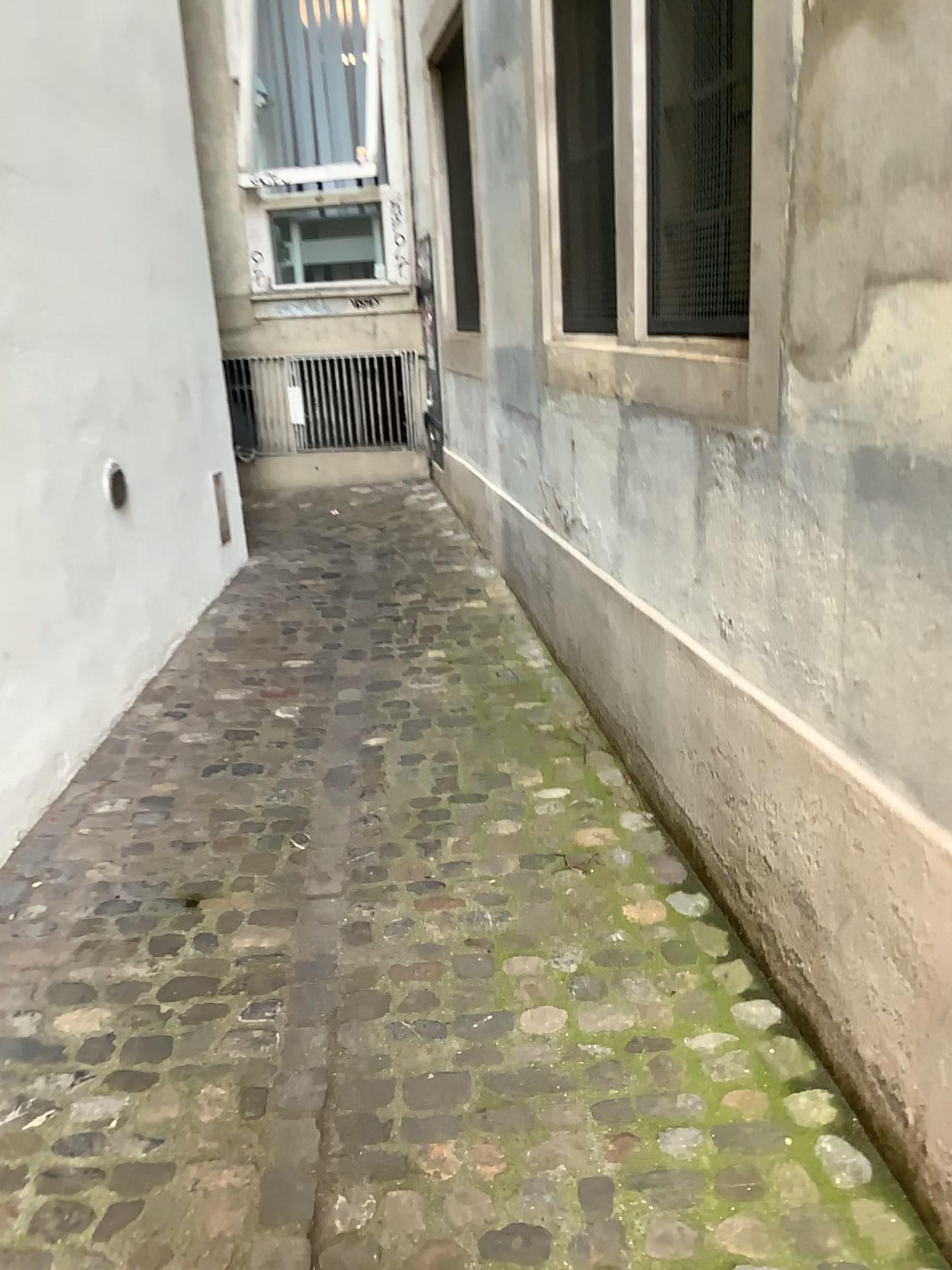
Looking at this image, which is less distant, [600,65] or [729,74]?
[729,74]

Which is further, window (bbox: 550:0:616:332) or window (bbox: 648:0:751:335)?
window (bbox: 550:0:616:332)

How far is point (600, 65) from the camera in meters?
2.8 m

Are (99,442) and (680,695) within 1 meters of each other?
no

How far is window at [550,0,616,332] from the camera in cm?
282
